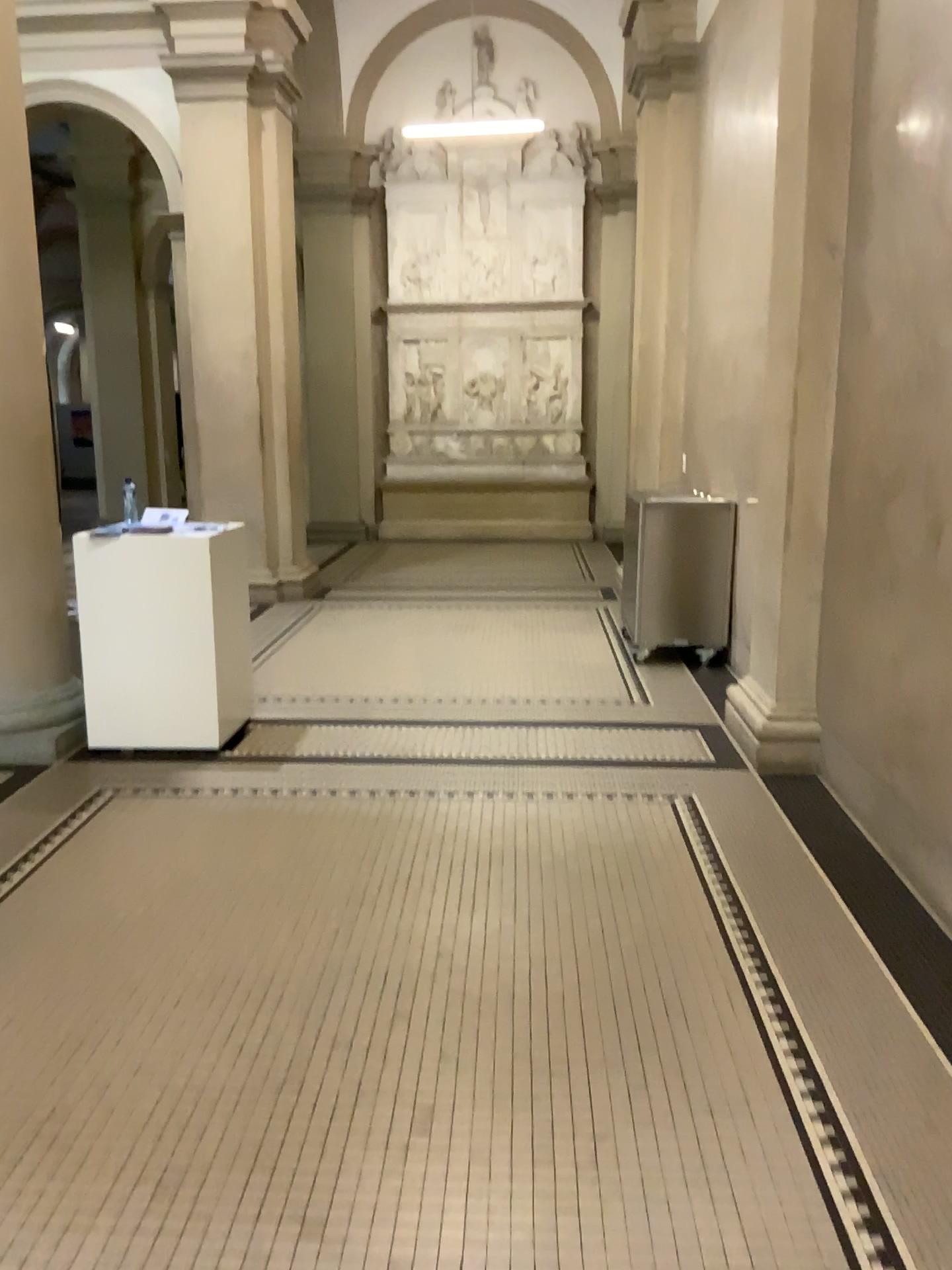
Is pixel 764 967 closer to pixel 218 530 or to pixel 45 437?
pixel 218 530

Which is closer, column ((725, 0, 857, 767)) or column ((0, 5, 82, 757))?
column ((725, 0, 857, 767))

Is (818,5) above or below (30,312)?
above

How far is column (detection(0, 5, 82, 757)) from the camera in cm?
462

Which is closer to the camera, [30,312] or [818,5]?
[818,5]

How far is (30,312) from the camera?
4.6 meters
